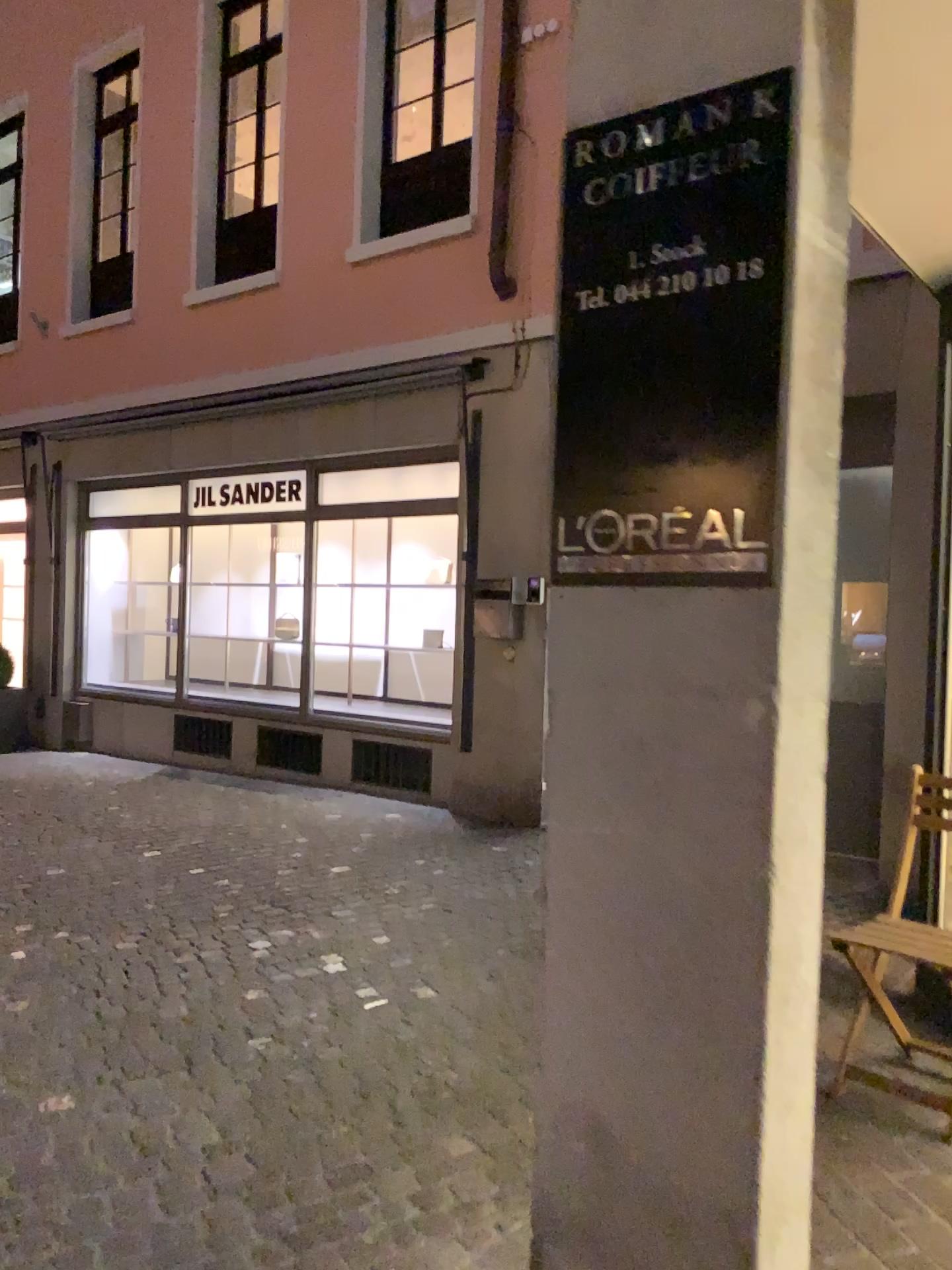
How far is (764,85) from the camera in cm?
135

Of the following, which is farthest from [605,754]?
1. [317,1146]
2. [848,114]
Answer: [317,1146]

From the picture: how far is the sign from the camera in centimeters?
135cm
